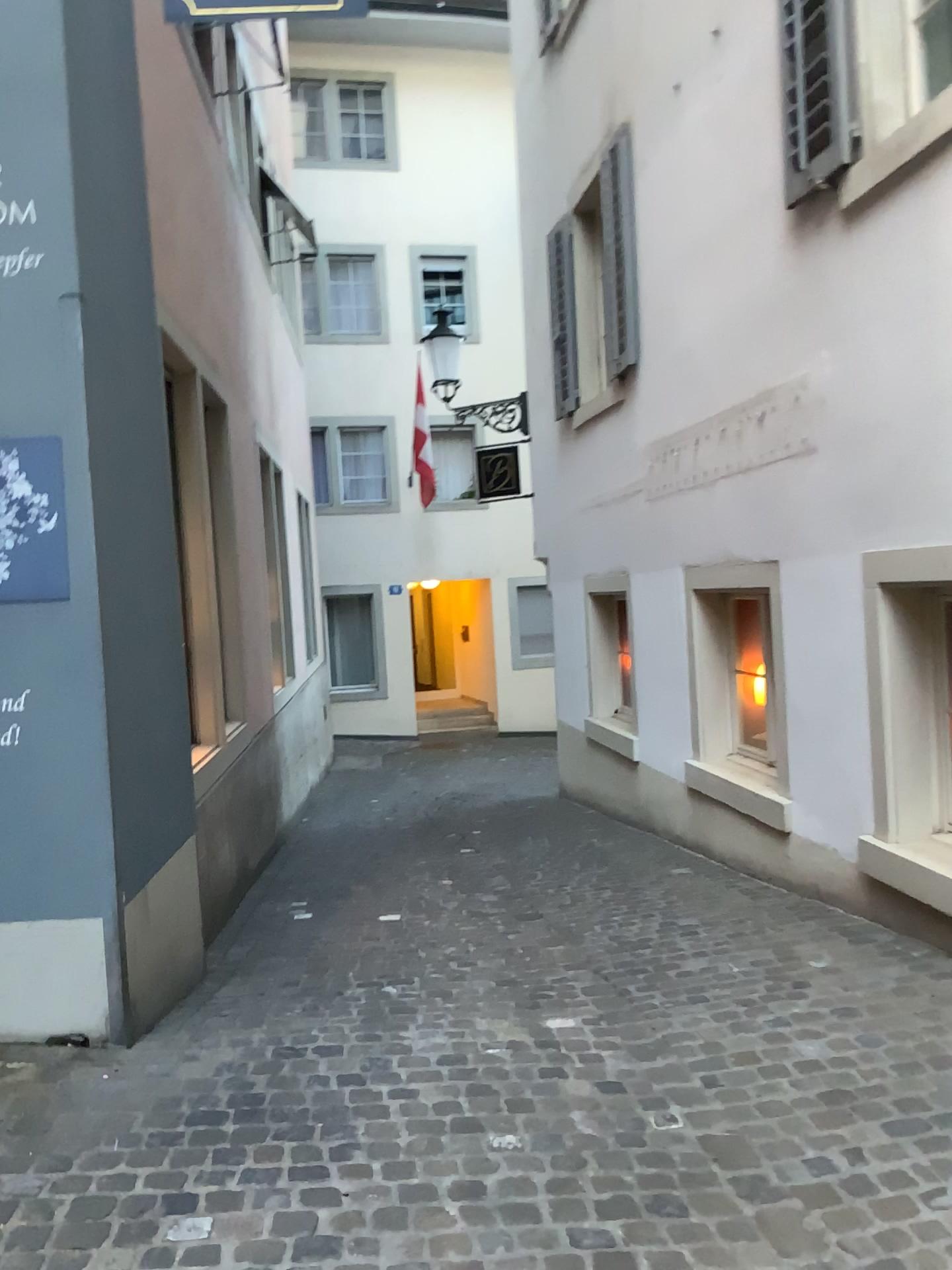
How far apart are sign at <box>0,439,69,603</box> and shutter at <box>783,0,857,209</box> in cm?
317

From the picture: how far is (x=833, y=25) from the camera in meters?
4.2

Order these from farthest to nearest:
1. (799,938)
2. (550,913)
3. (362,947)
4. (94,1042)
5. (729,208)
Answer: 1. (729,208)
2. (550,913)
3. (362,947)
4. (799,938)
5. (94,1042)

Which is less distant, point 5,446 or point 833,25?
point 5,446

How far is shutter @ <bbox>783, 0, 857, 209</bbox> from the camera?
4.2 meters

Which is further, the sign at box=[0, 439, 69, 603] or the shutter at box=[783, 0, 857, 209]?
the shutter at box=[783, 0, 857, 209]

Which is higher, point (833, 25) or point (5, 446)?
point (833, 25)

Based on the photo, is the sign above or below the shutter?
below

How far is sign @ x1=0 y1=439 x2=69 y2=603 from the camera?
3.2m
